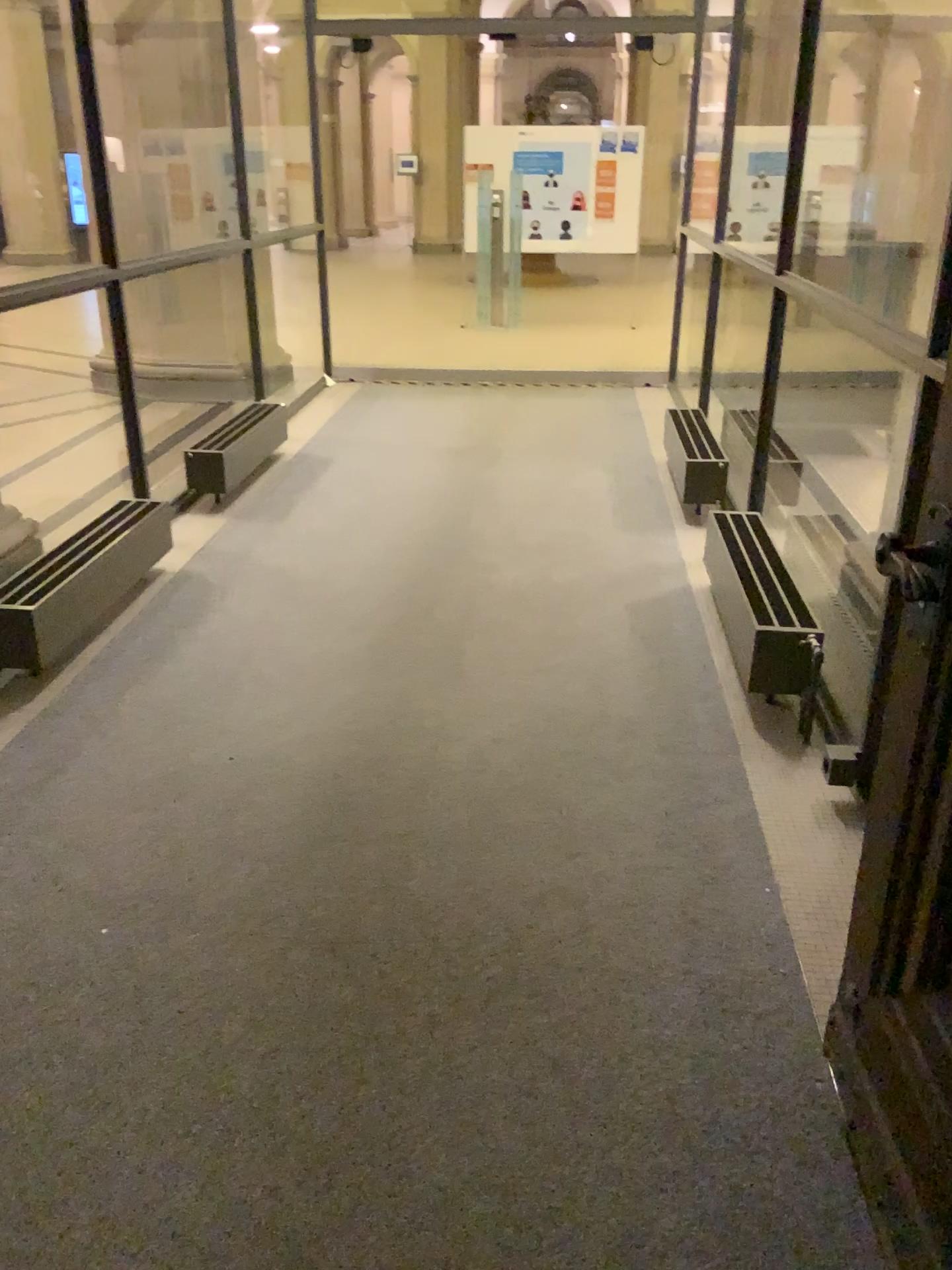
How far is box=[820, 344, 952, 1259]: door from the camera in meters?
1.5

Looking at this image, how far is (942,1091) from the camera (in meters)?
1.51

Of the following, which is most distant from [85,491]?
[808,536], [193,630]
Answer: [808,536]
